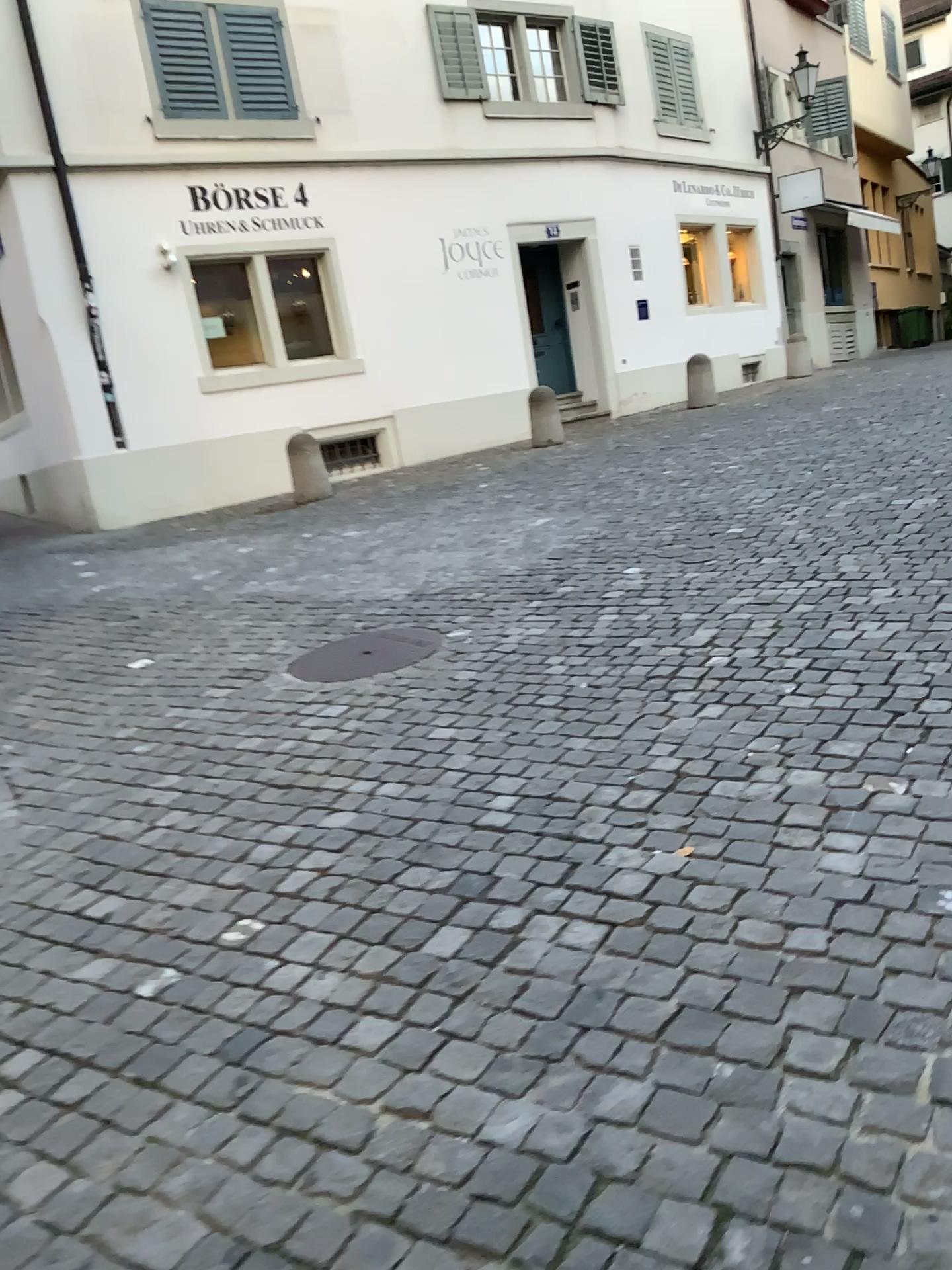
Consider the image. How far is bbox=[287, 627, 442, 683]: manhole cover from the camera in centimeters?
476cm

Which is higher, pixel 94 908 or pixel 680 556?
pixel 680 556

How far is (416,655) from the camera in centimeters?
476cm
